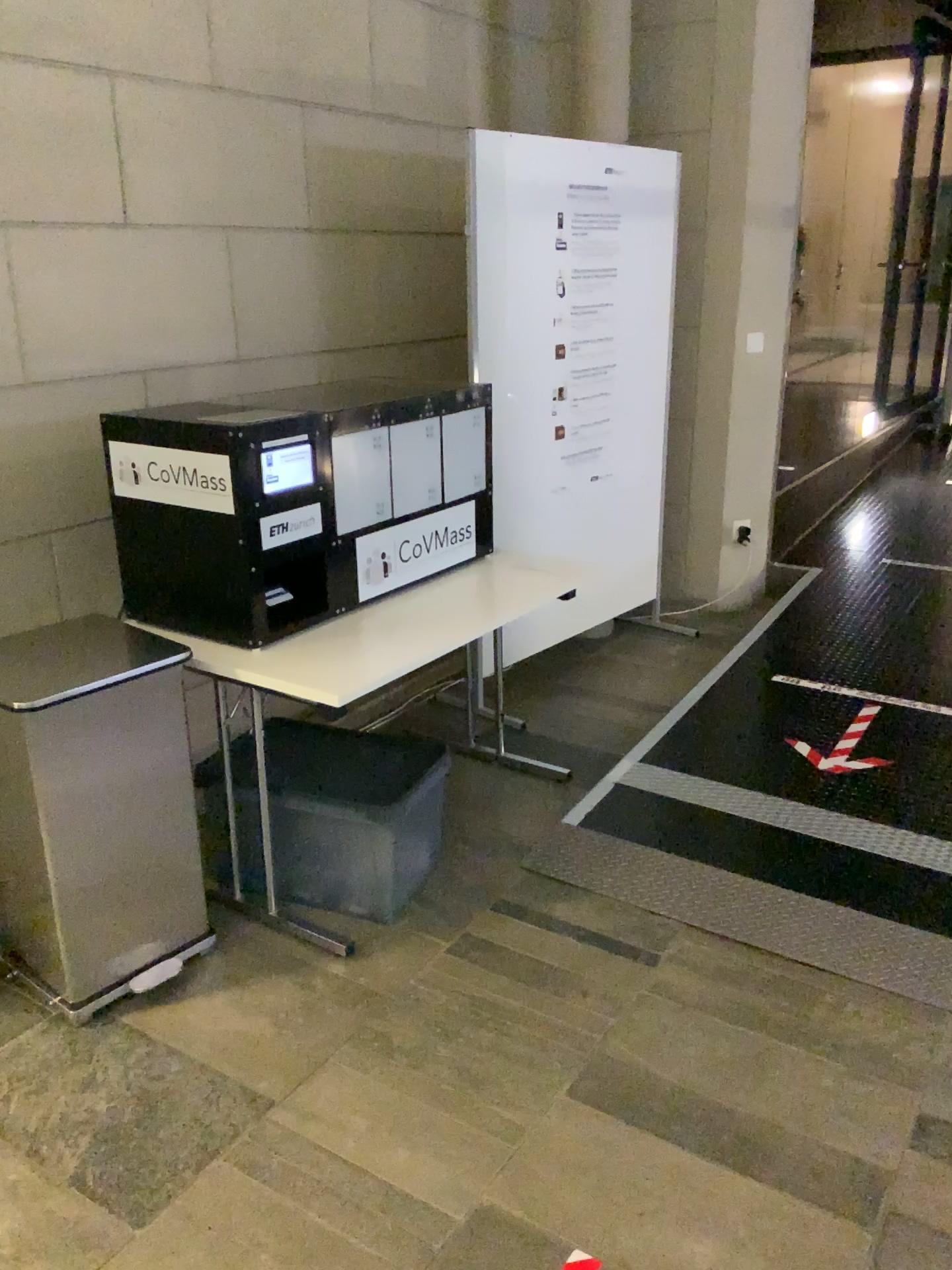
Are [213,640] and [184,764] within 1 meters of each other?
yes

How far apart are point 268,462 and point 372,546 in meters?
0.4

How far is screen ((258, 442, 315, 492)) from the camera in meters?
2.4

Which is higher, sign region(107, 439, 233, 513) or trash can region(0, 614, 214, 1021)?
sign region(107, 439, 233, 513)

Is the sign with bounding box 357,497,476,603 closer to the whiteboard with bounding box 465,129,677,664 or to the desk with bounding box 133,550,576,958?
the desk with bounding box 133,550,576,958

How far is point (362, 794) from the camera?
2.6 meters

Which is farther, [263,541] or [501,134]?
[501,134]

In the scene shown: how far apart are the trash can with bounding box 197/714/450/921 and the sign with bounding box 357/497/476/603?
0.4m

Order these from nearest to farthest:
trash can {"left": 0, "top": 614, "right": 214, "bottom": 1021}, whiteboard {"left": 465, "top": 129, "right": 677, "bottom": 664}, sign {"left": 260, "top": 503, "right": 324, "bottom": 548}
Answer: trash can {"left": 0, "top": 614, "right": 214, "bottom": 1021} → sign {"left": 260, "top": 503, "right": 324, "bottom": 548} → whiteboard {"left": 465, "top": 129, "right": 677, "bottom": 664}

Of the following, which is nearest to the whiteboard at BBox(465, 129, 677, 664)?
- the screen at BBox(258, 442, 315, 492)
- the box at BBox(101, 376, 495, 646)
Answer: the box at BBox(101, 376, 495, 646)
